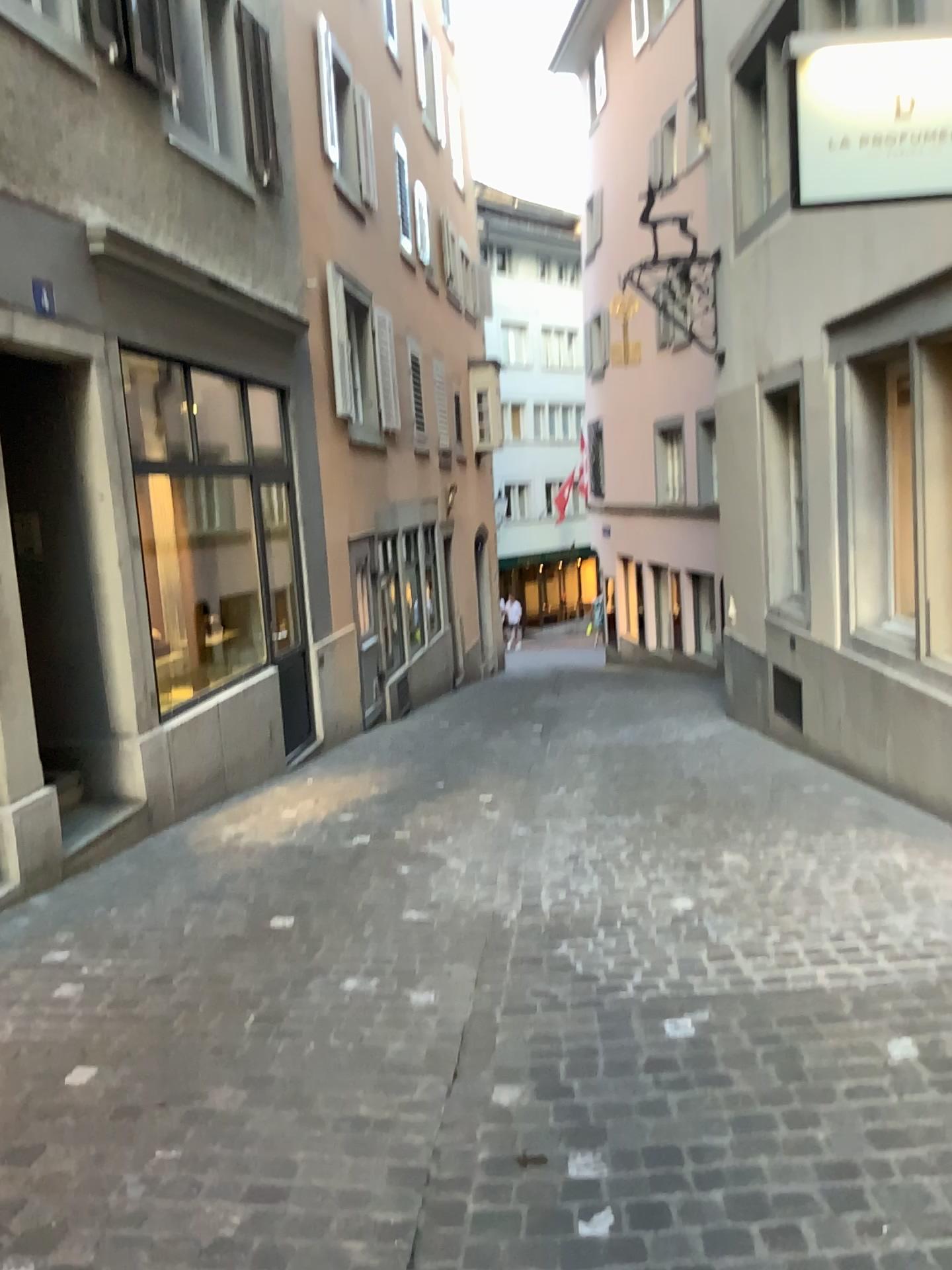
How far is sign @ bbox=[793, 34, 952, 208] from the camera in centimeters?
373cm

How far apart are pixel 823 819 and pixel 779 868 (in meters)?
0.88

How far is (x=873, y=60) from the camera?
3.73m
